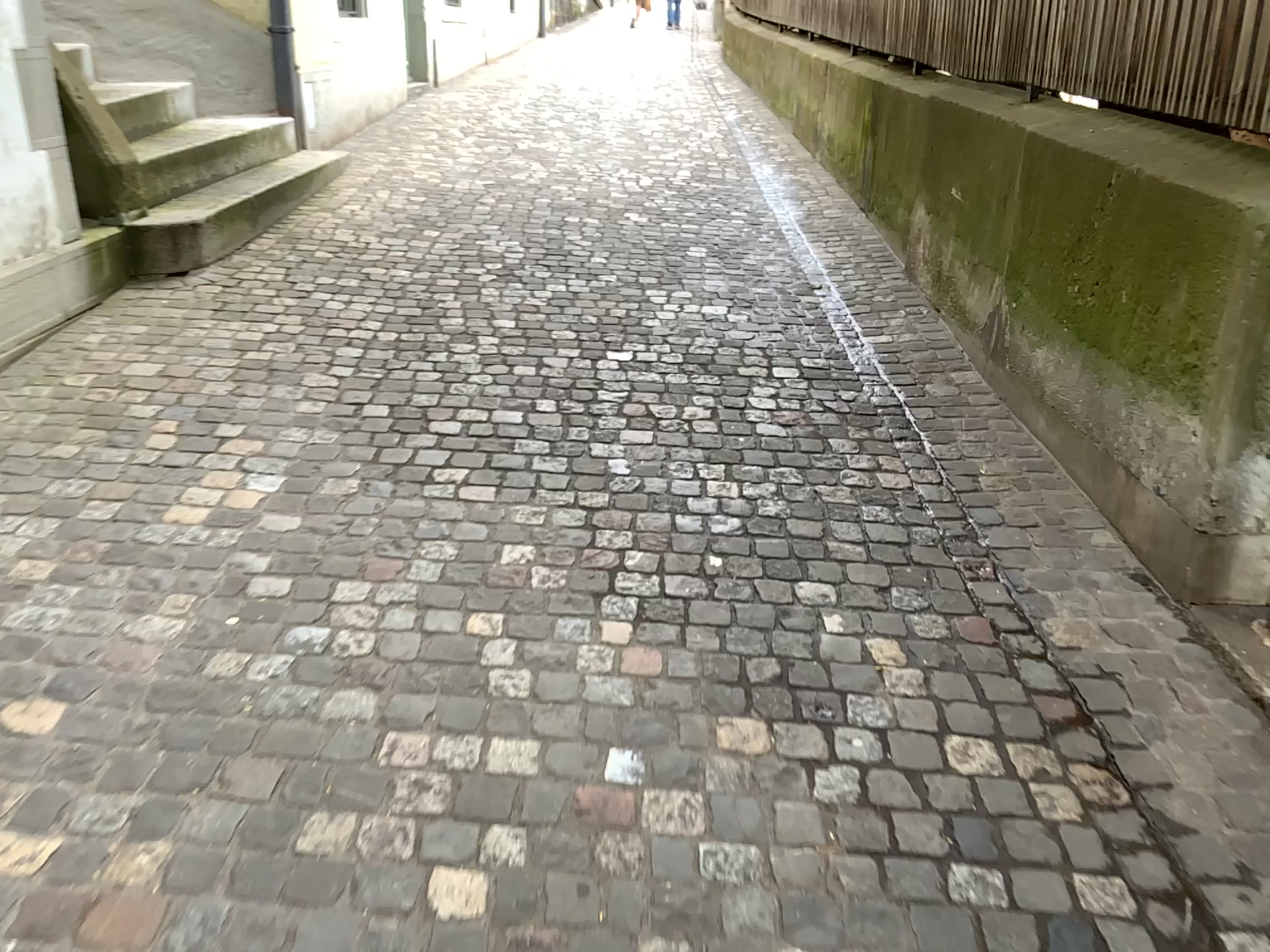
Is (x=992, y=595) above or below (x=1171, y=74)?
below
